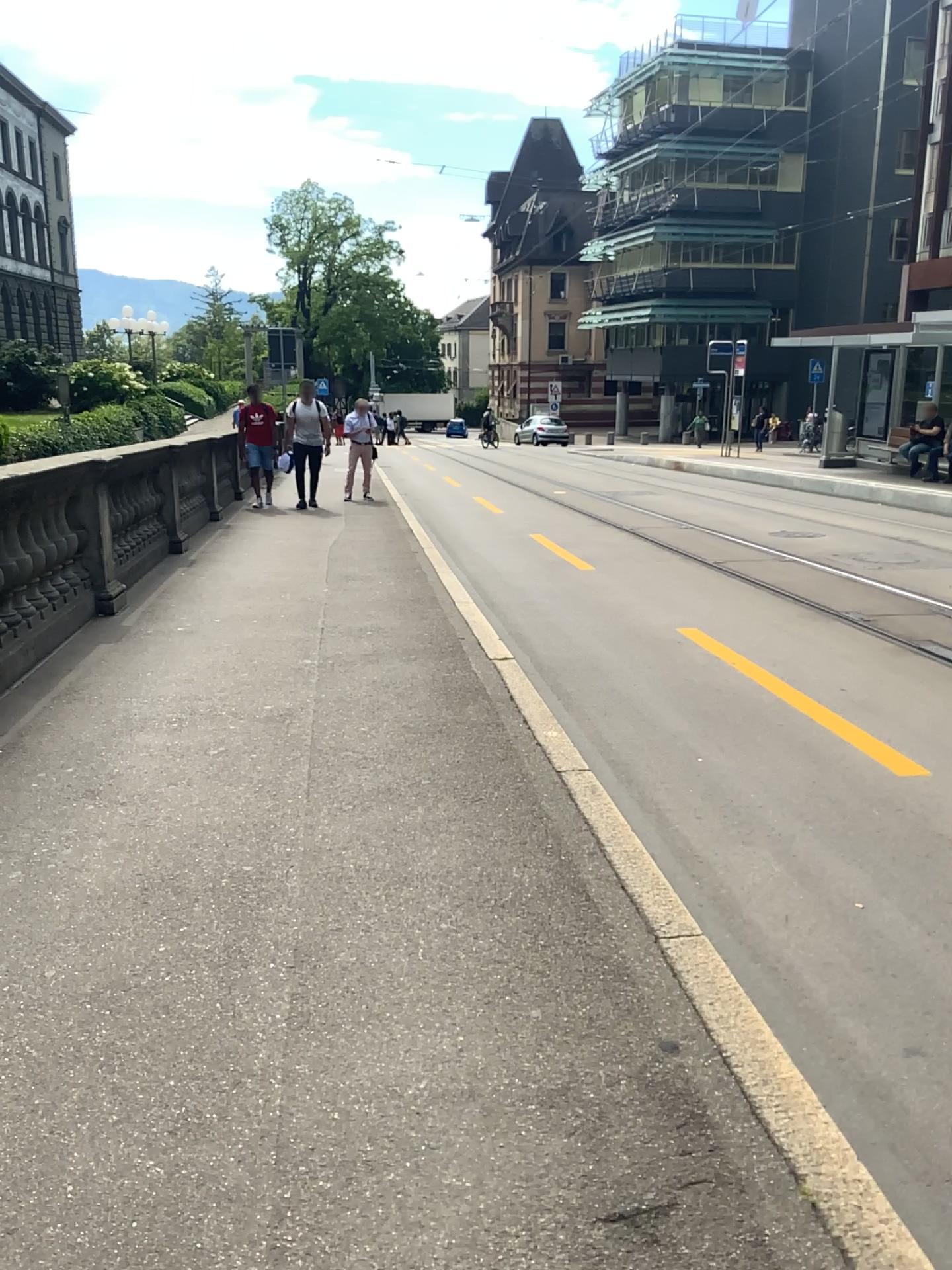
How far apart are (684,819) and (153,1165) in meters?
2.5 m
